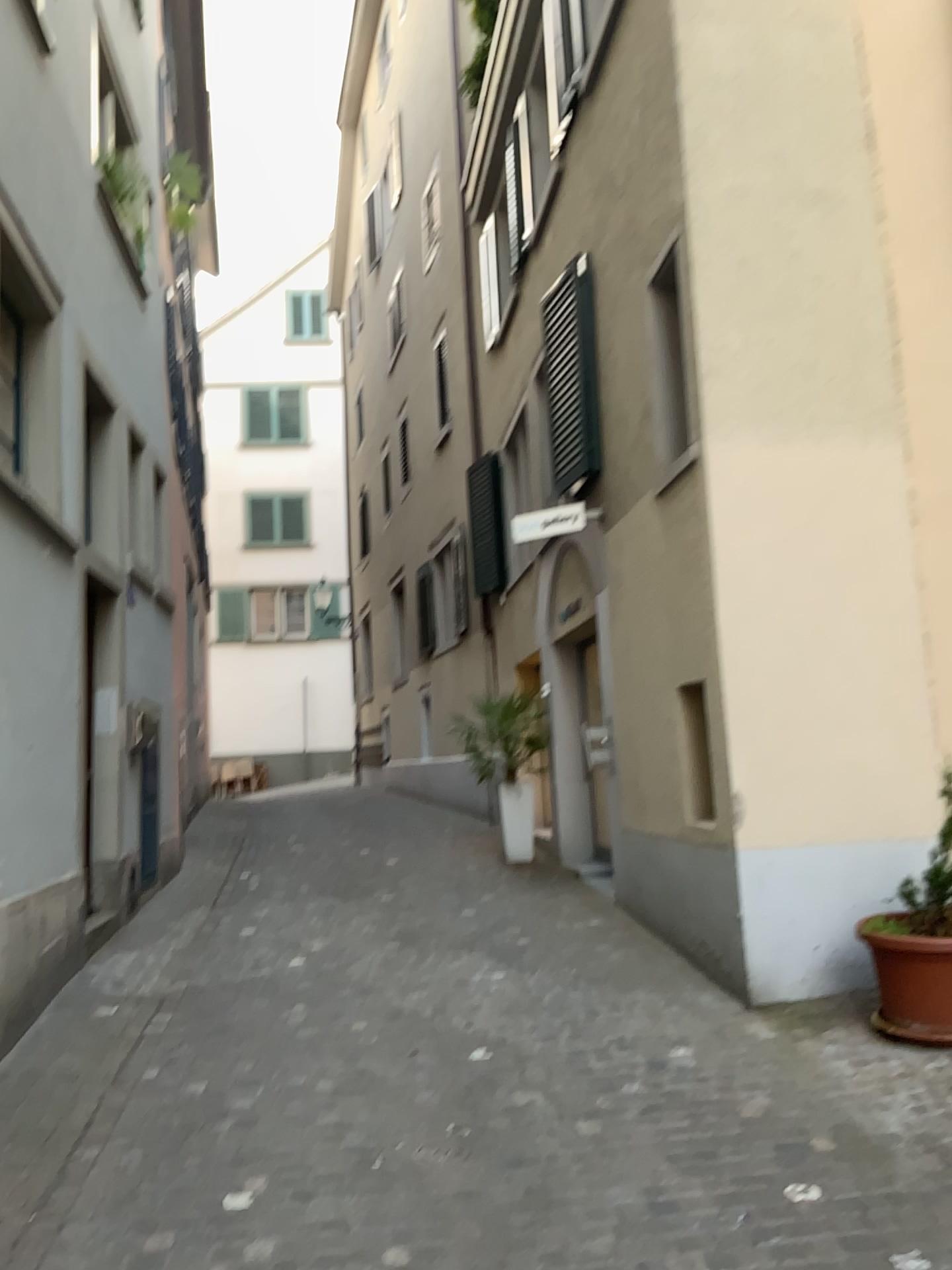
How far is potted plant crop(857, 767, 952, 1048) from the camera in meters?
4.2 m

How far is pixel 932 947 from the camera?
4.2m

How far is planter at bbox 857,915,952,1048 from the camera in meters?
4.2 m

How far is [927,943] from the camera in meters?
4.2 m

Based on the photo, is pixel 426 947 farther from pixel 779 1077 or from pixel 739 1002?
pixel 779 1077
